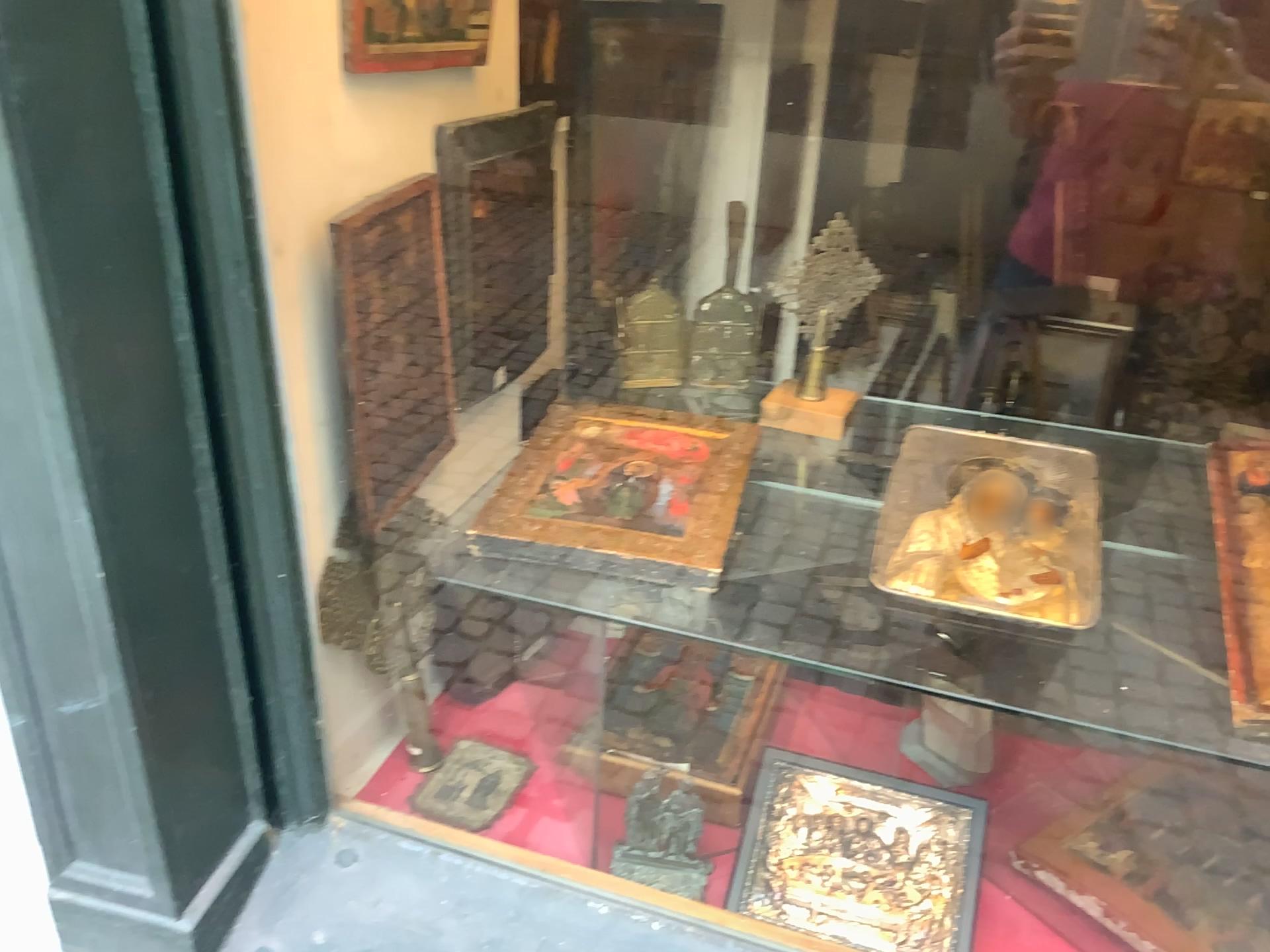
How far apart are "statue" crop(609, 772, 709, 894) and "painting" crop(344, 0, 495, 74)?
0.9m

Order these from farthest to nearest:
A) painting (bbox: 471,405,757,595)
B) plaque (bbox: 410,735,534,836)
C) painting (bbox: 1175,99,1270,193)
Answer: plaque (bbox: 410,735,534,836) < painting (bbox: 471,405,757,595) < painting (bbox: 1175,99,1270,193)

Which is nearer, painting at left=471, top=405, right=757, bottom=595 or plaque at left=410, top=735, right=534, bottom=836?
painting at left=471, top=405, right=757, bottom=595

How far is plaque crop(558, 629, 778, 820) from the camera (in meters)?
1.03

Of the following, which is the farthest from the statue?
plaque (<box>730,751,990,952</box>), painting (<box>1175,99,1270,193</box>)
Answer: painting (<box>1175,99,1270,193</box>)

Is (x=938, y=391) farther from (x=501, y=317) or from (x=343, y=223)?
(x=343, y=223)

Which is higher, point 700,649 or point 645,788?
point 700,649

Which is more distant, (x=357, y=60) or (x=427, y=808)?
(x=427, y=808)

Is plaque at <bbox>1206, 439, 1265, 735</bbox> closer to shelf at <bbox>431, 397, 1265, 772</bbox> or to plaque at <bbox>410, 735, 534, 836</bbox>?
shelf at <bbox>431, 397, 1265, 772</bbox>

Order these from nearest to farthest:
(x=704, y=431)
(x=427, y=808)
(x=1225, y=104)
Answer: (x=1225, y=104) < (x=704, y=431) < (x=427, y=808)
